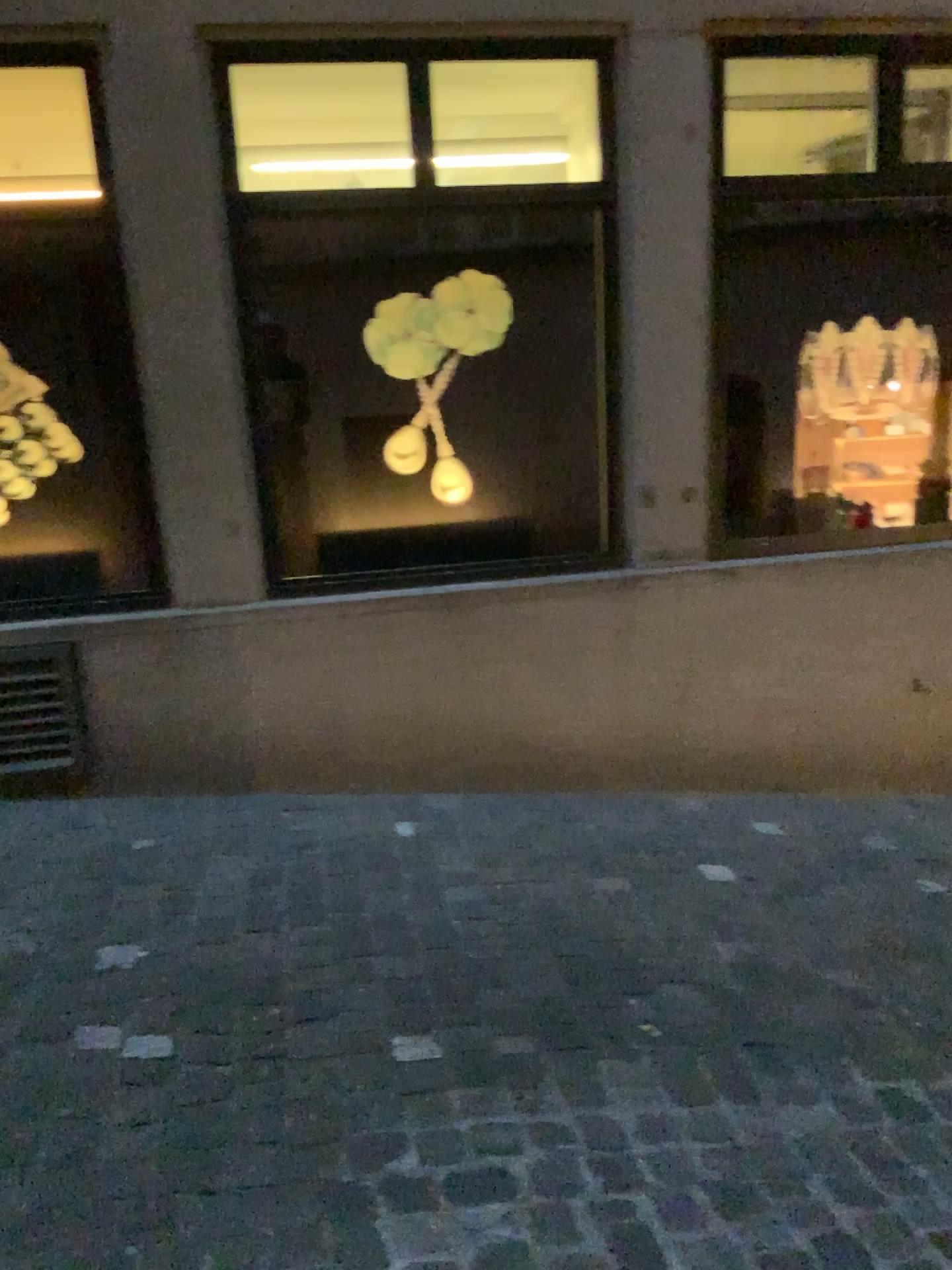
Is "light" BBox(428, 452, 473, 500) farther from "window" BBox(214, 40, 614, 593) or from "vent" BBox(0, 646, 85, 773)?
"vent" BBox(0, 646, 85, 773)

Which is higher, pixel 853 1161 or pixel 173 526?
pixel 173 526

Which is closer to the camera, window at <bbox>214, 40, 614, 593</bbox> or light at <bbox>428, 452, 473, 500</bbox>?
window at <bbox>214, 40, 614, 593</bbox>

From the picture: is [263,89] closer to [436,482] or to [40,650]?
[436,482]

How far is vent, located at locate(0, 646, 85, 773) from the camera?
3.3m

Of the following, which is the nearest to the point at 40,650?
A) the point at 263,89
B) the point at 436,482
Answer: the point at 436,482

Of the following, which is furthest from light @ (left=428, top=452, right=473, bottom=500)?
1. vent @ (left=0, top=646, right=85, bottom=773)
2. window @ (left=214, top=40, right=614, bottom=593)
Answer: vent @ (left=0, top=646, right=85, bottom=773)

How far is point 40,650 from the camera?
A: 3.3m

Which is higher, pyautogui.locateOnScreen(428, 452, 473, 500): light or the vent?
pyautogui.locateOnScreen(428, 452, 473, 500): light
